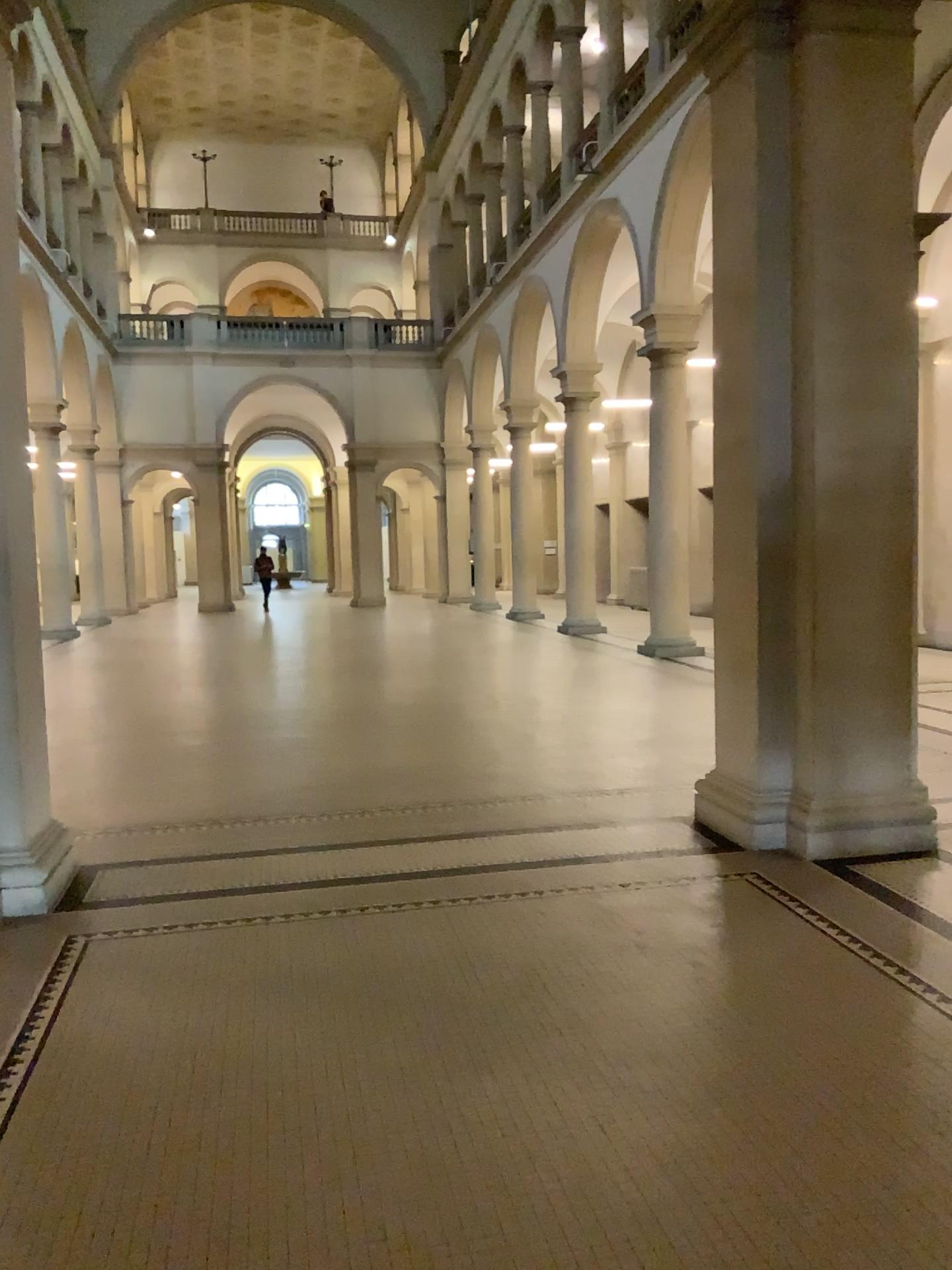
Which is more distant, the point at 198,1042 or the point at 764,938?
the point at 764,938
